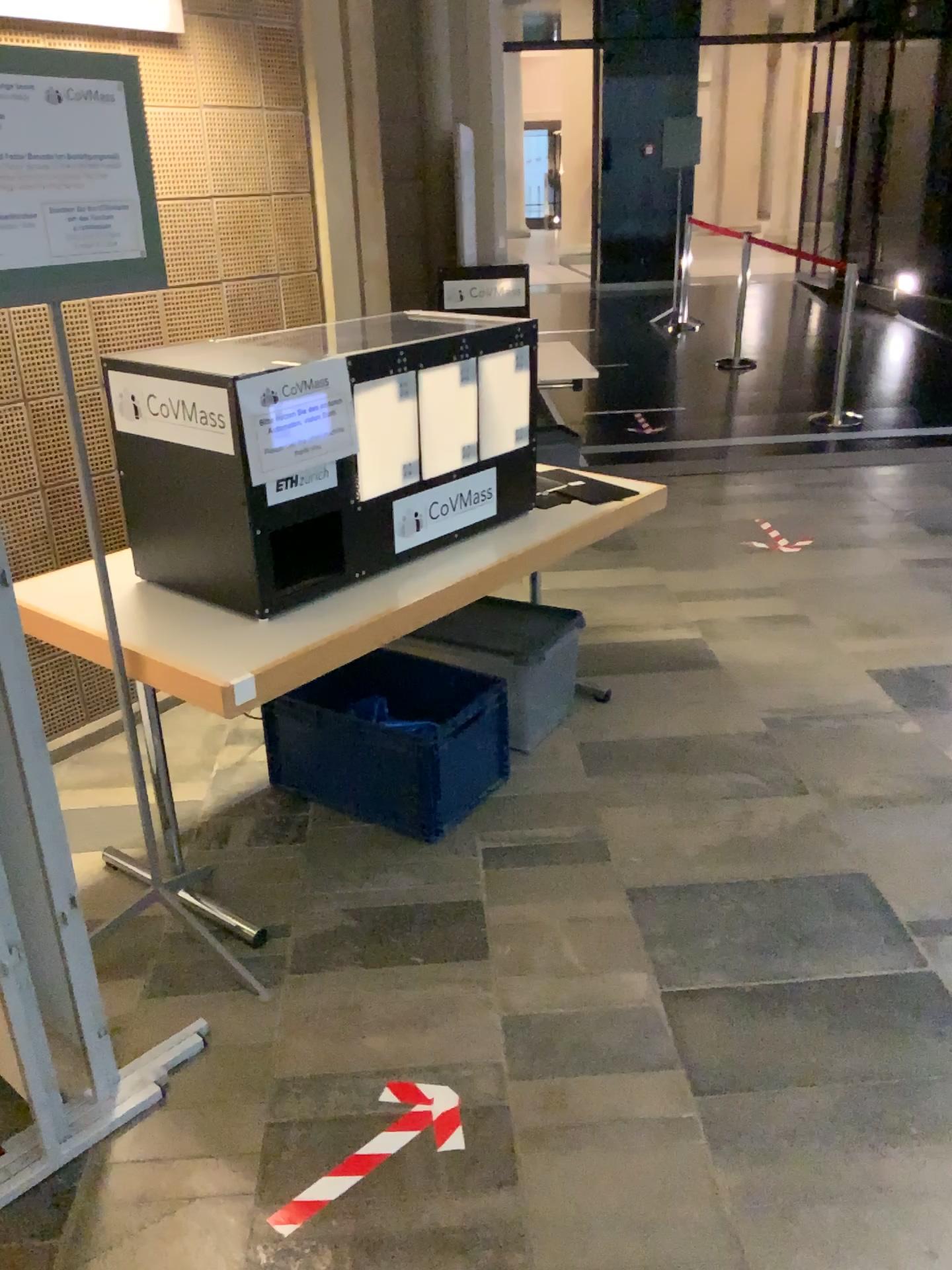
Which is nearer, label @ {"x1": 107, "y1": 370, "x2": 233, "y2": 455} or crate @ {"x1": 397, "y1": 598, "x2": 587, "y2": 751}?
label @ {"x1": 107, "y1": 370, "x2": 233, "y2": 455}

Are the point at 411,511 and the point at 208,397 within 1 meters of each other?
yes

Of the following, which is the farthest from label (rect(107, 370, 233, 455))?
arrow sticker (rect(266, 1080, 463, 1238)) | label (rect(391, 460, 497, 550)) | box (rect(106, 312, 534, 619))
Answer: arrow sticker (rect(266, 1080, 463, 1238))

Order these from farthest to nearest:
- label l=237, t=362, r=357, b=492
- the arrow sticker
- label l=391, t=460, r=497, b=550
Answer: label l=391, t=460, r=497, b=550, label l=237, t=362, r=357, b=492, the arrow sticker

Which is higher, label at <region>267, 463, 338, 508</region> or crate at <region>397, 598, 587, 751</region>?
label at <region>267, 463, 338, 508</region>

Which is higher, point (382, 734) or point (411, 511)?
point (411, 511)

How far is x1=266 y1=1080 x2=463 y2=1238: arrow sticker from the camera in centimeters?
176cm

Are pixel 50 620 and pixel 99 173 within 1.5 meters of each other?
yes

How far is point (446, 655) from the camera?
3.12m

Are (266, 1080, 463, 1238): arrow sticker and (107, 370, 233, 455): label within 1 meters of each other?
no
